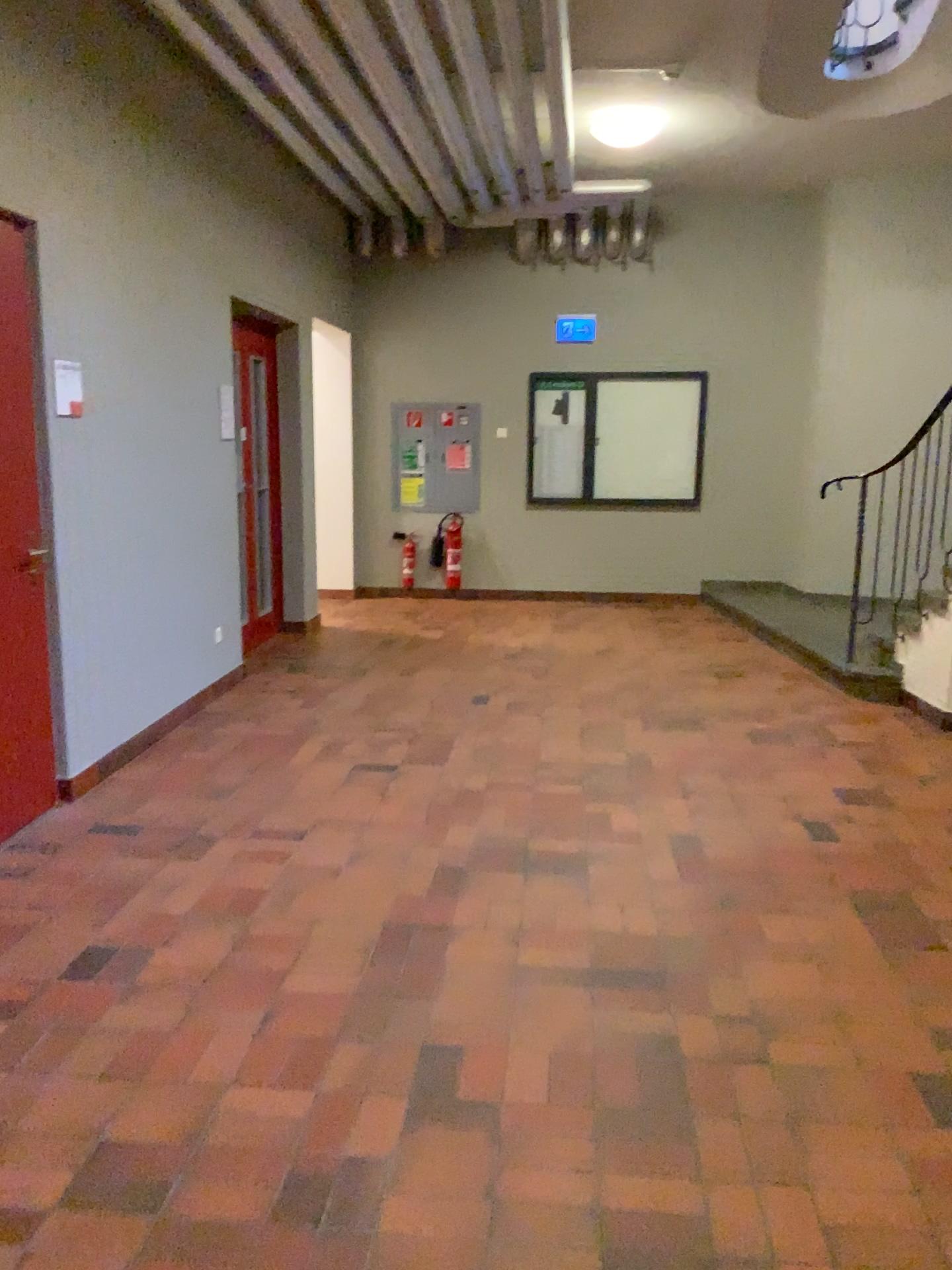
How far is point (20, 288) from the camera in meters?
3.7 m

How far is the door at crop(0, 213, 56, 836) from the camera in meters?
3.7 m

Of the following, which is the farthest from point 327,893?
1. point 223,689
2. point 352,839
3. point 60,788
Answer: point 223,689
